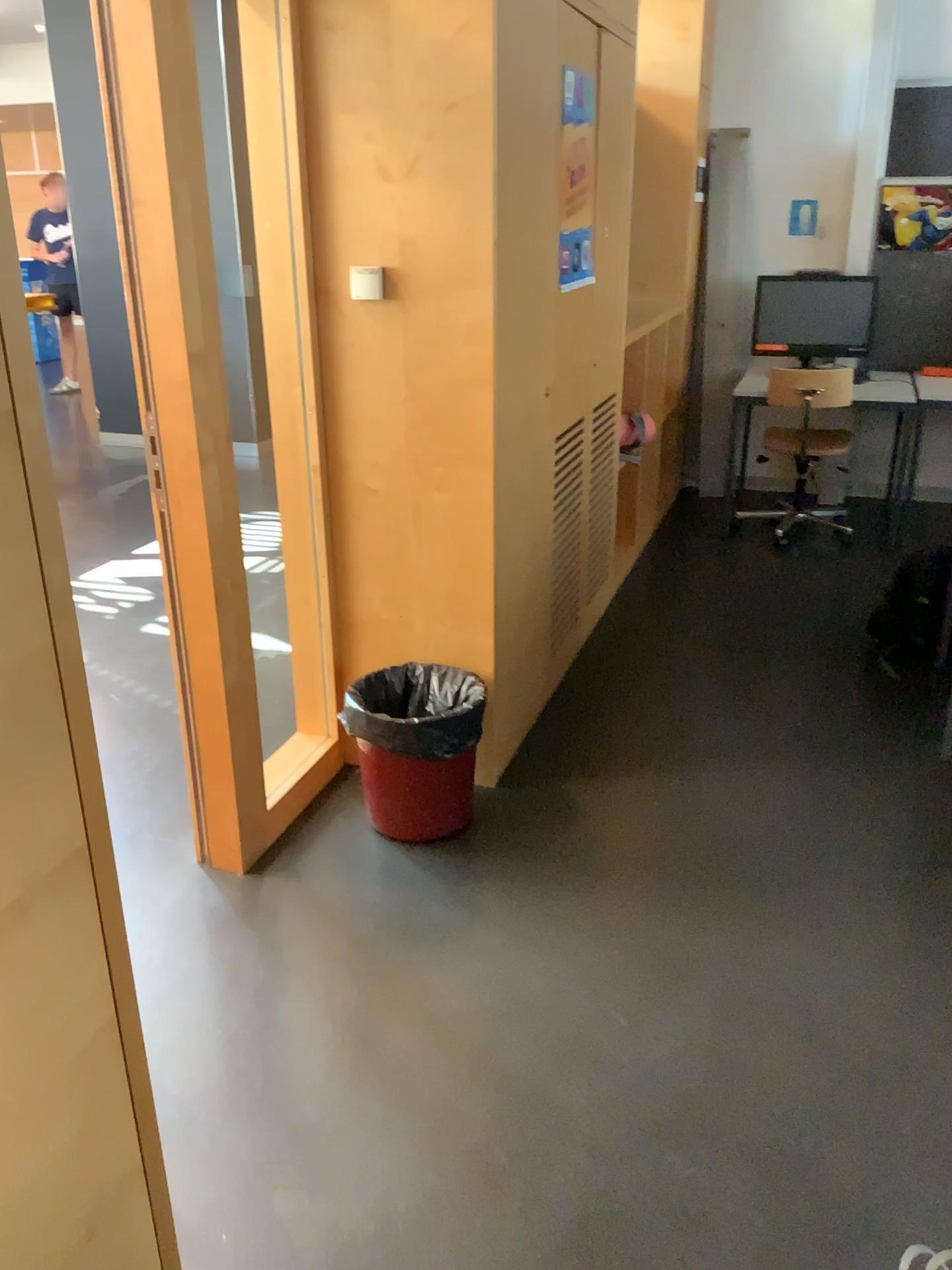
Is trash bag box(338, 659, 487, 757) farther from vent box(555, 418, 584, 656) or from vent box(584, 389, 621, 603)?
vent box(584, 389, 621, 603)

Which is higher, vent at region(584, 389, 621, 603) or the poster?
the poster

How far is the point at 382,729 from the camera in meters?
2.7 m

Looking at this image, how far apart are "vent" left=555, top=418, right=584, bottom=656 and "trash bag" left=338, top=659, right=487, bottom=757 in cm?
74

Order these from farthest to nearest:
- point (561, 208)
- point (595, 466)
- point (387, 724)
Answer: point (595, 466)
point (561, 208)
point (387, 724)

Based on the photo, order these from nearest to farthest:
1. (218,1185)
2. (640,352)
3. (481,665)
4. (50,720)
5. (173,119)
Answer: (50,720) < (218,1185) < (173,119) < (481,665) < (640,352)

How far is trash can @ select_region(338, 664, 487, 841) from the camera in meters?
2.7 m

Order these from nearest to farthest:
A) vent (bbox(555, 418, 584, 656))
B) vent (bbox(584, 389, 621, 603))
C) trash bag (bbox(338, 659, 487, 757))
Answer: trash bag (bbox(338, 659, 487, 757)) < vent (bbox(555, 418, 584, 656)) < vent (bbox(584, 389, 621, 603))

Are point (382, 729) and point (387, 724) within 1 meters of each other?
yes

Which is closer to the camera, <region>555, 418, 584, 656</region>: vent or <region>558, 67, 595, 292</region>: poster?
<region>558, 67, 595, 292</region>: poster
